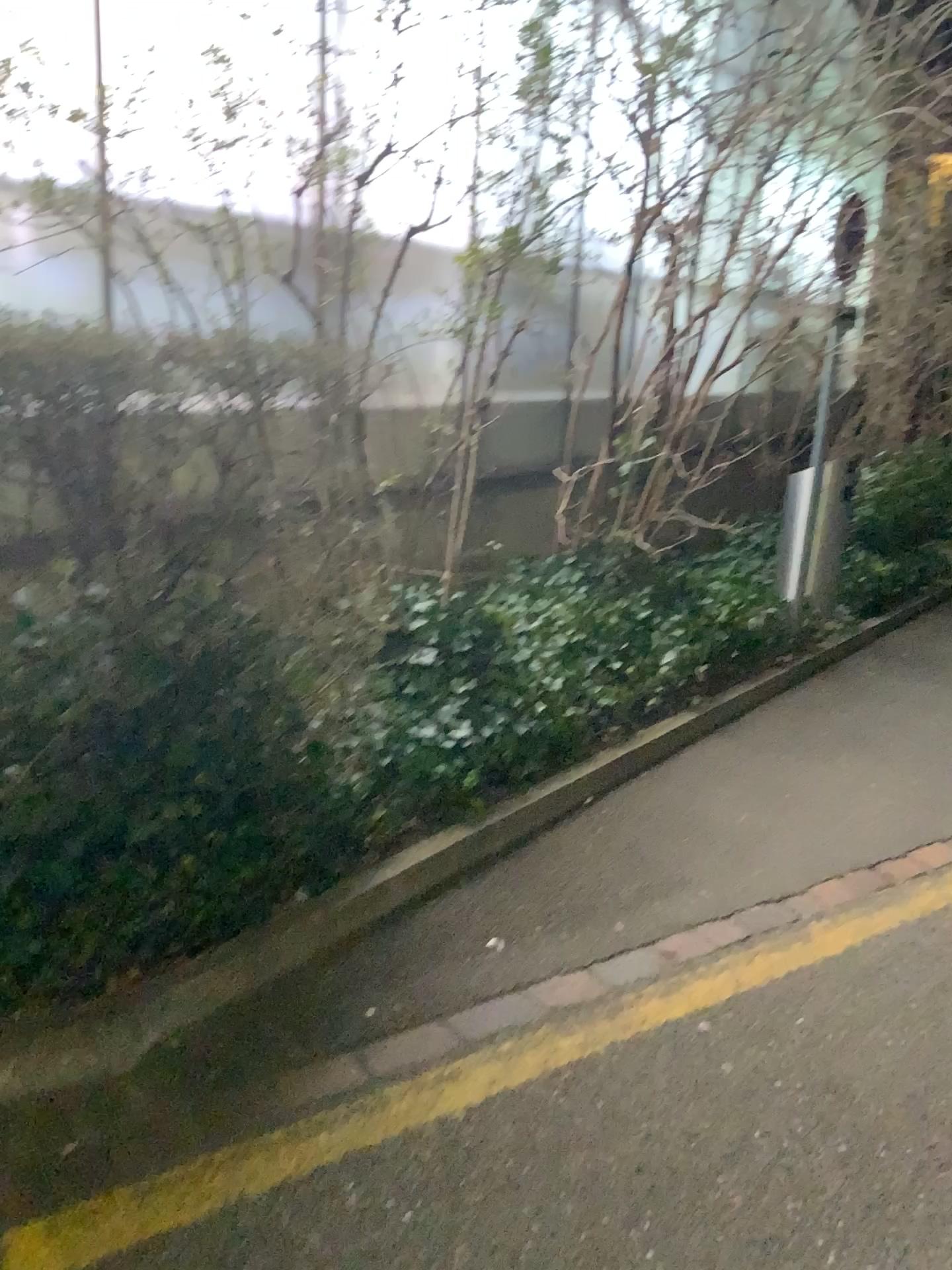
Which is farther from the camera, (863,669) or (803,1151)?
(863,669)
